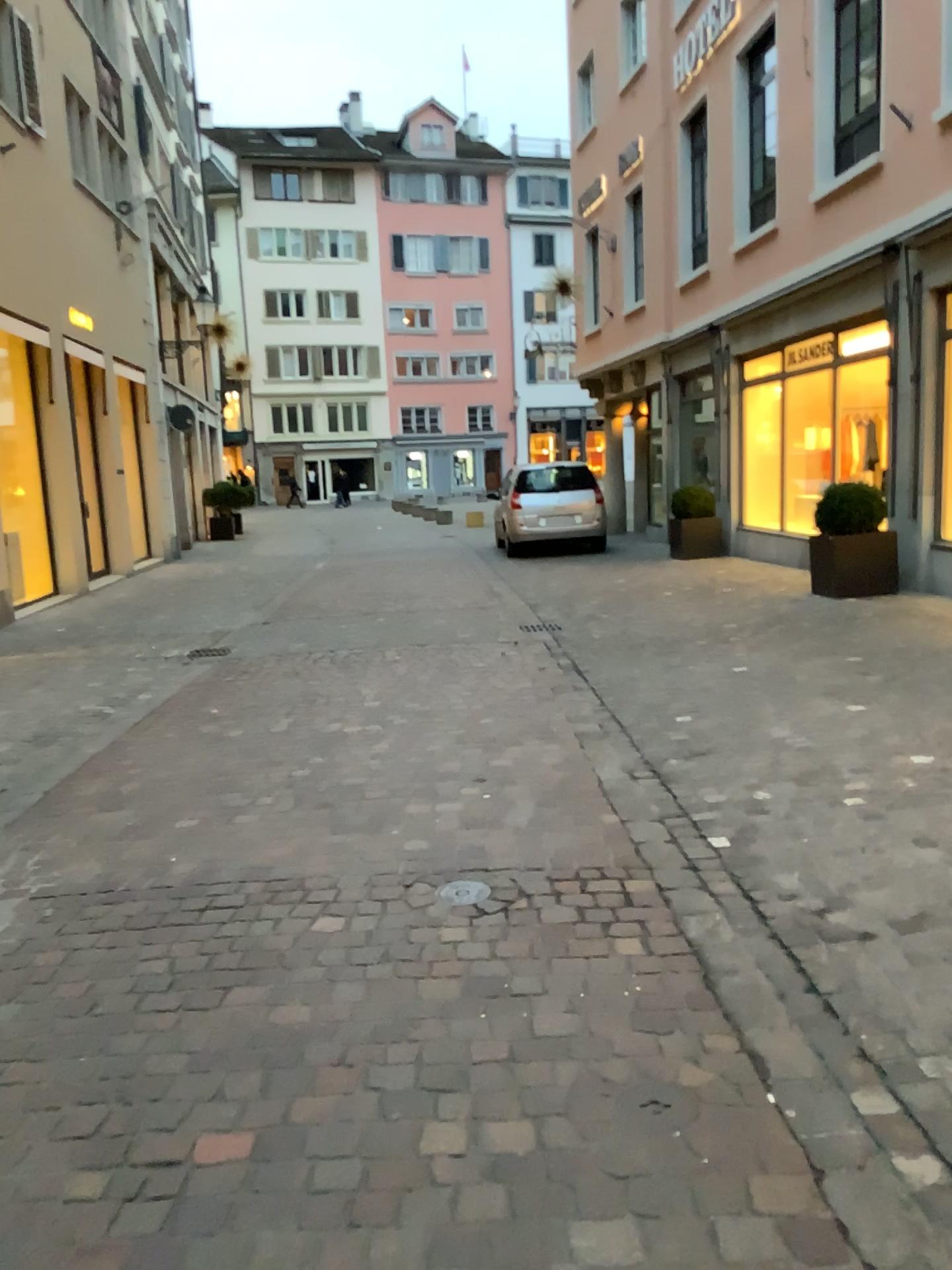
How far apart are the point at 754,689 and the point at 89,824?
3.54m
